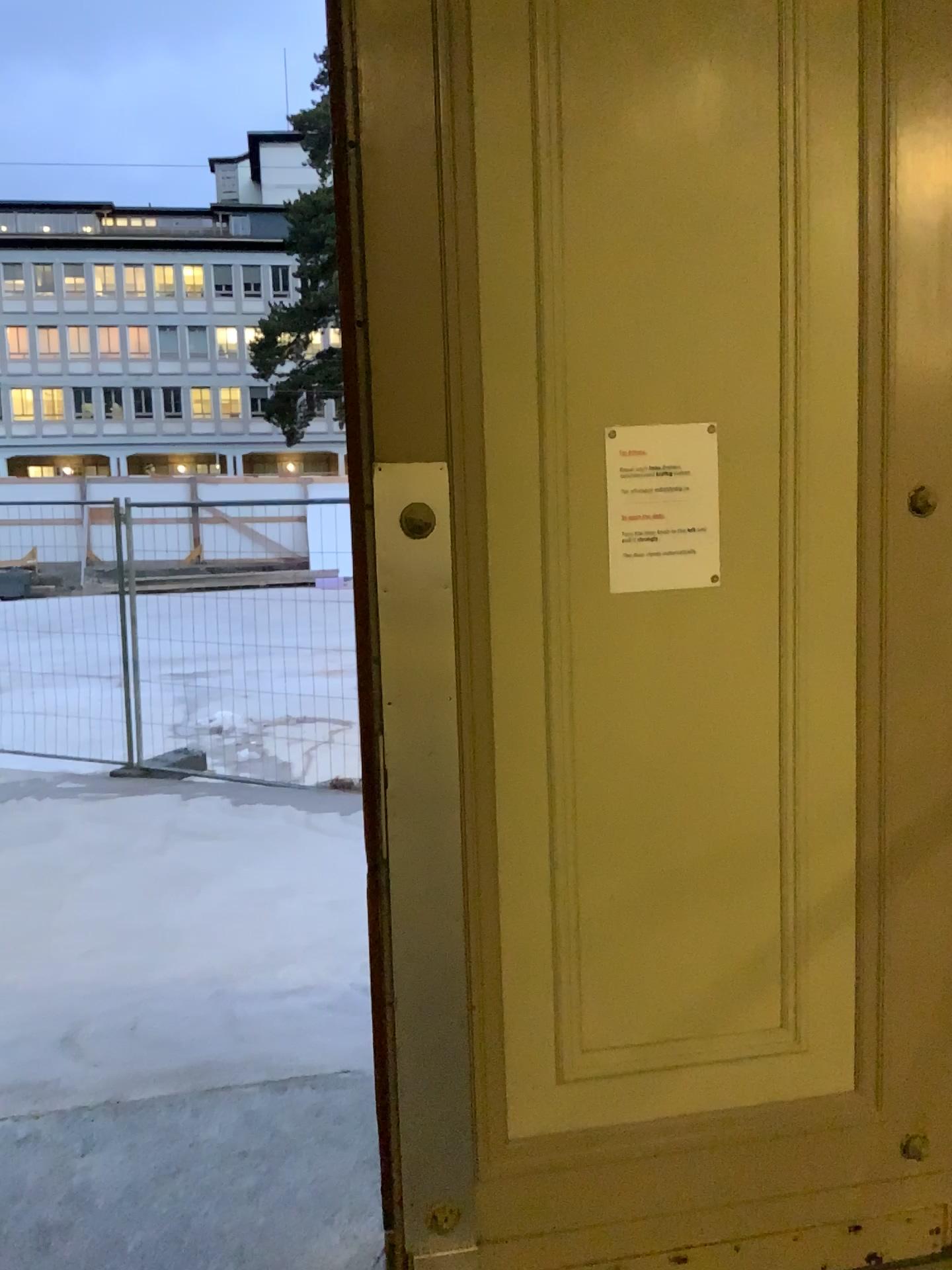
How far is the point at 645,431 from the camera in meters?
1.9

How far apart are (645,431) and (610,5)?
0.7 meters

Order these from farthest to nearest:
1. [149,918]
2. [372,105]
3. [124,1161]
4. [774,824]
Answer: [149,918] < [124,1161] < [774,824] < [372,105]

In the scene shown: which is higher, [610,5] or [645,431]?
[610,5]

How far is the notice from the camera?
1.88m

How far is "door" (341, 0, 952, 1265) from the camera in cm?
180
